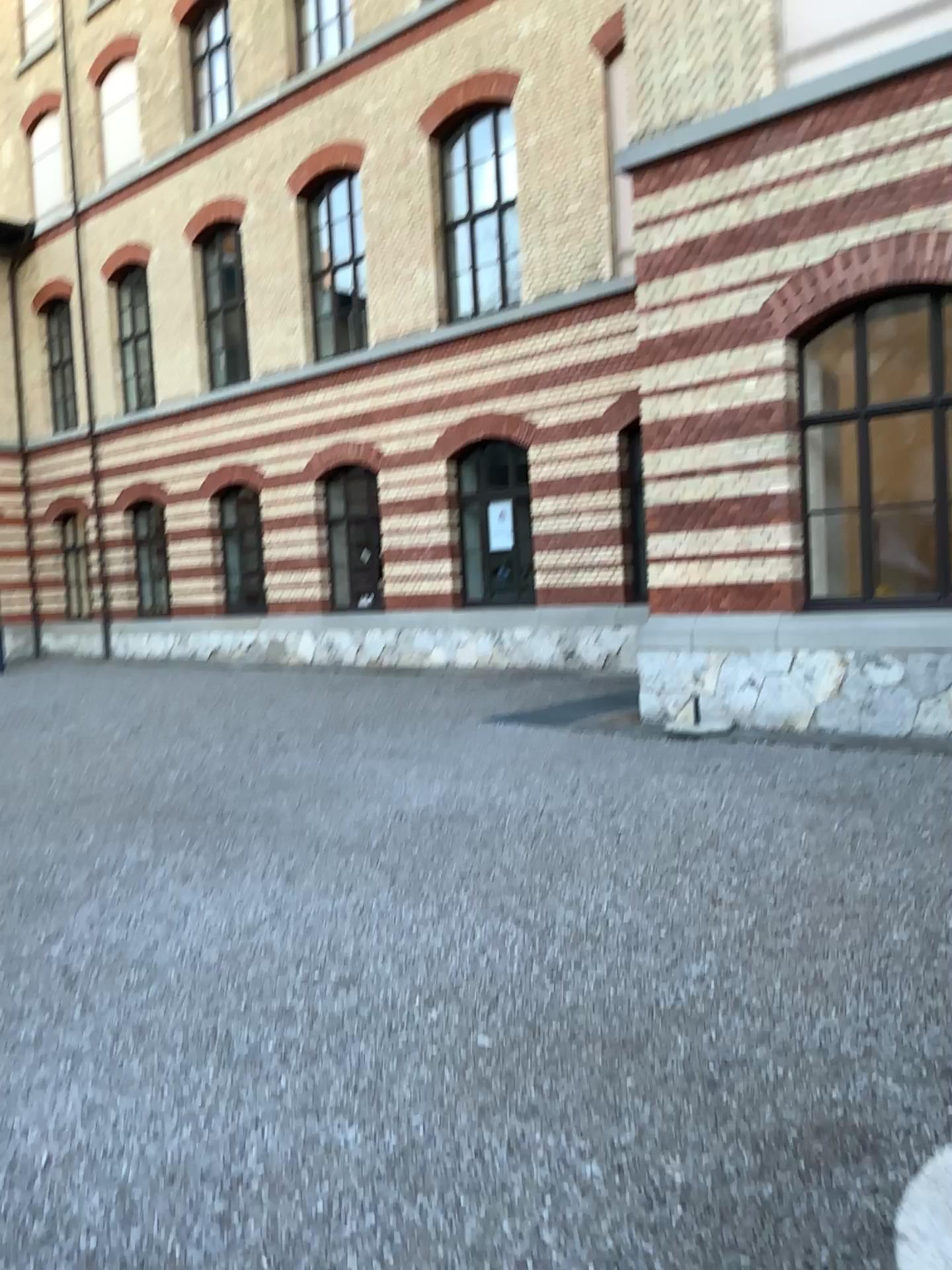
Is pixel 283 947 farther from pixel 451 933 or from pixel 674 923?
pixel 674 923
